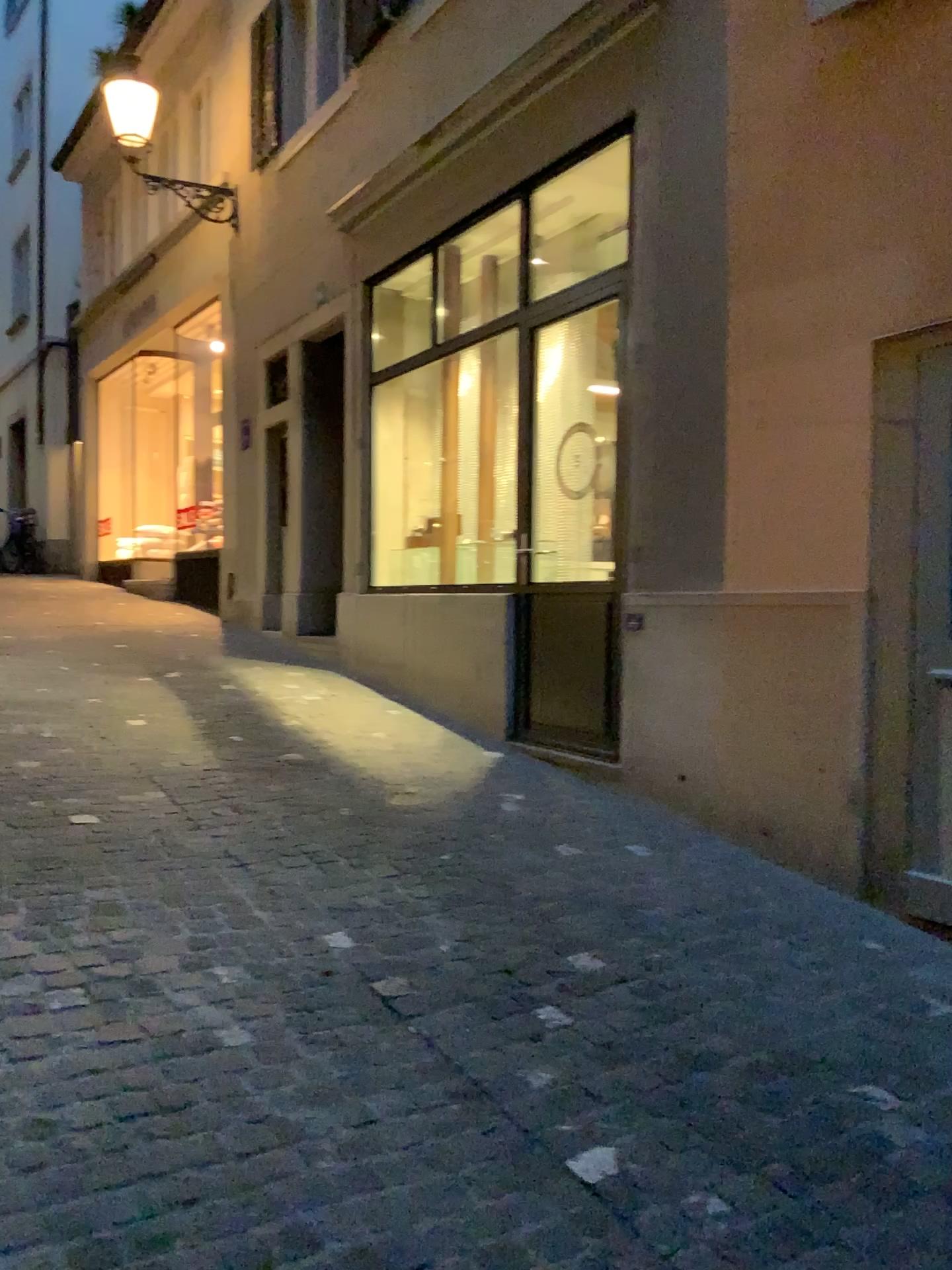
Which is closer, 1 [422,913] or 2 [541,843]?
1 [422,913]
